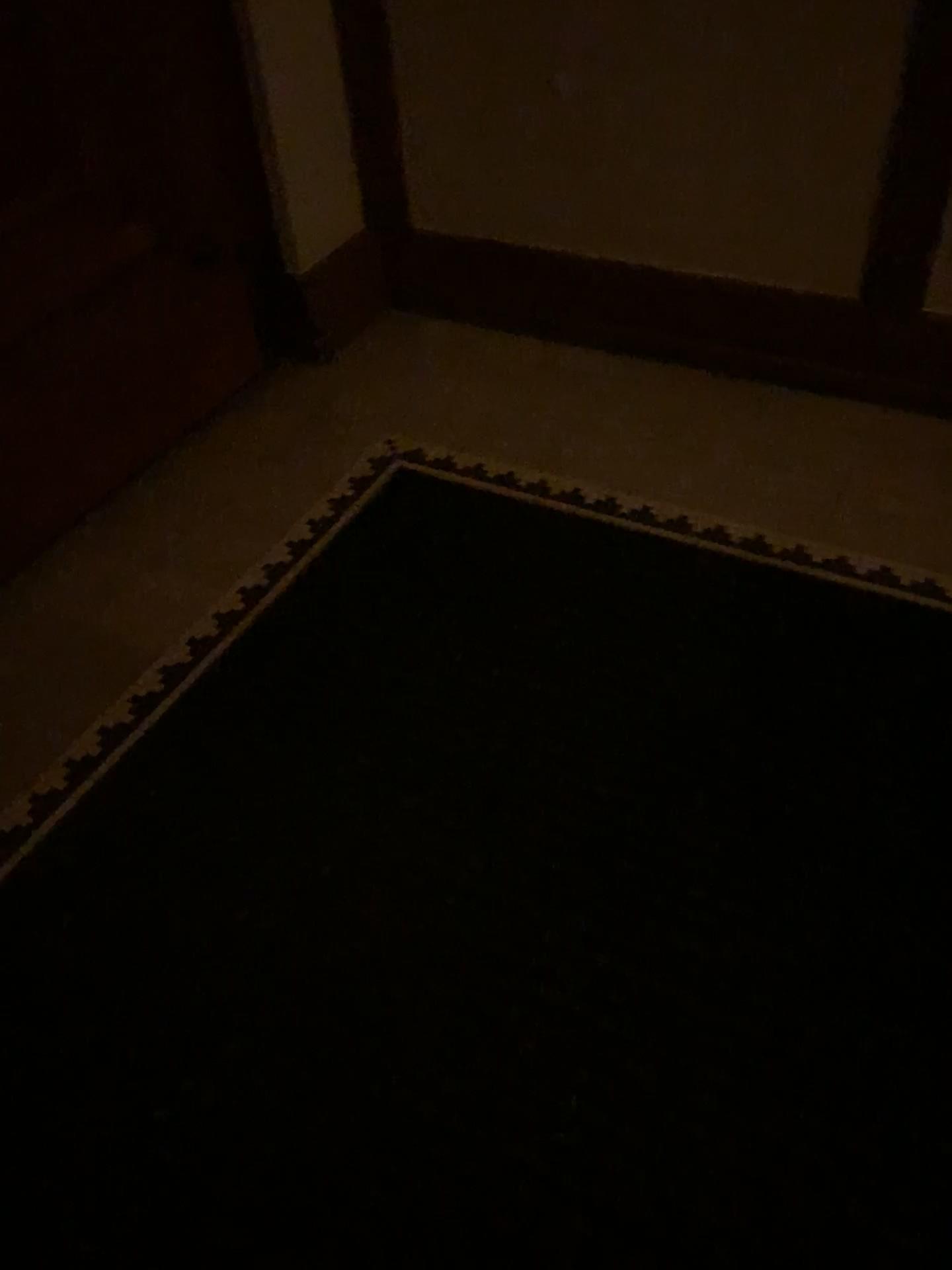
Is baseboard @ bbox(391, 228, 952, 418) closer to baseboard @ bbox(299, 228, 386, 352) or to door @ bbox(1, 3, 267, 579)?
baseboard @ bbox(299, 228, 386, 352)

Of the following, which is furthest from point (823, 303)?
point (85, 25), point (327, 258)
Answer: point (85, 25)

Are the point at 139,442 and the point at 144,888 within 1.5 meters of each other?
yes

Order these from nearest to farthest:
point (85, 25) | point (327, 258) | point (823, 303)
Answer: point (85, 25)
point (823, 303)
point (327, 258)

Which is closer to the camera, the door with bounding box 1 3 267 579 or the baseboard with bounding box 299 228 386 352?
the door with bounding box 1 3 267 579

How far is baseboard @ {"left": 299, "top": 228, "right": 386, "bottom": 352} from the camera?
2.64m

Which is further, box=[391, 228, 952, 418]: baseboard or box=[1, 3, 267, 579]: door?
box=[391, 228, 952, 418]: baseboard

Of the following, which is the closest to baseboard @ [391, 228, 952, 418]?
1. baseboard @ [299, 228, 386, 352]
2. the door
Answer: baseboard @ [299, 228, 386, 352]

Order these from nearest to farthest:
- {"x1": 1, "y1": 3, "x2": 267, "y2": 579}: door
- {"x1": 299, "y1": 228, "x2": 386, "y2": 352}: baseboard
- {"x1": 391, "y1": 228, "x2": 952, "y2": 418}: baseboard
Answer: {"x1": 1, "y1": 3, "x2": 267, "y2": 579}: door, {"x1": 391, "y1": 228, "x2": 952, "y2": 418}: baseboard, {"x1": 299, "y1": 228, "x2": 386, "y2": 352}: baseboard

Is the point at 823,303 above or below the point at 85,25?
below
